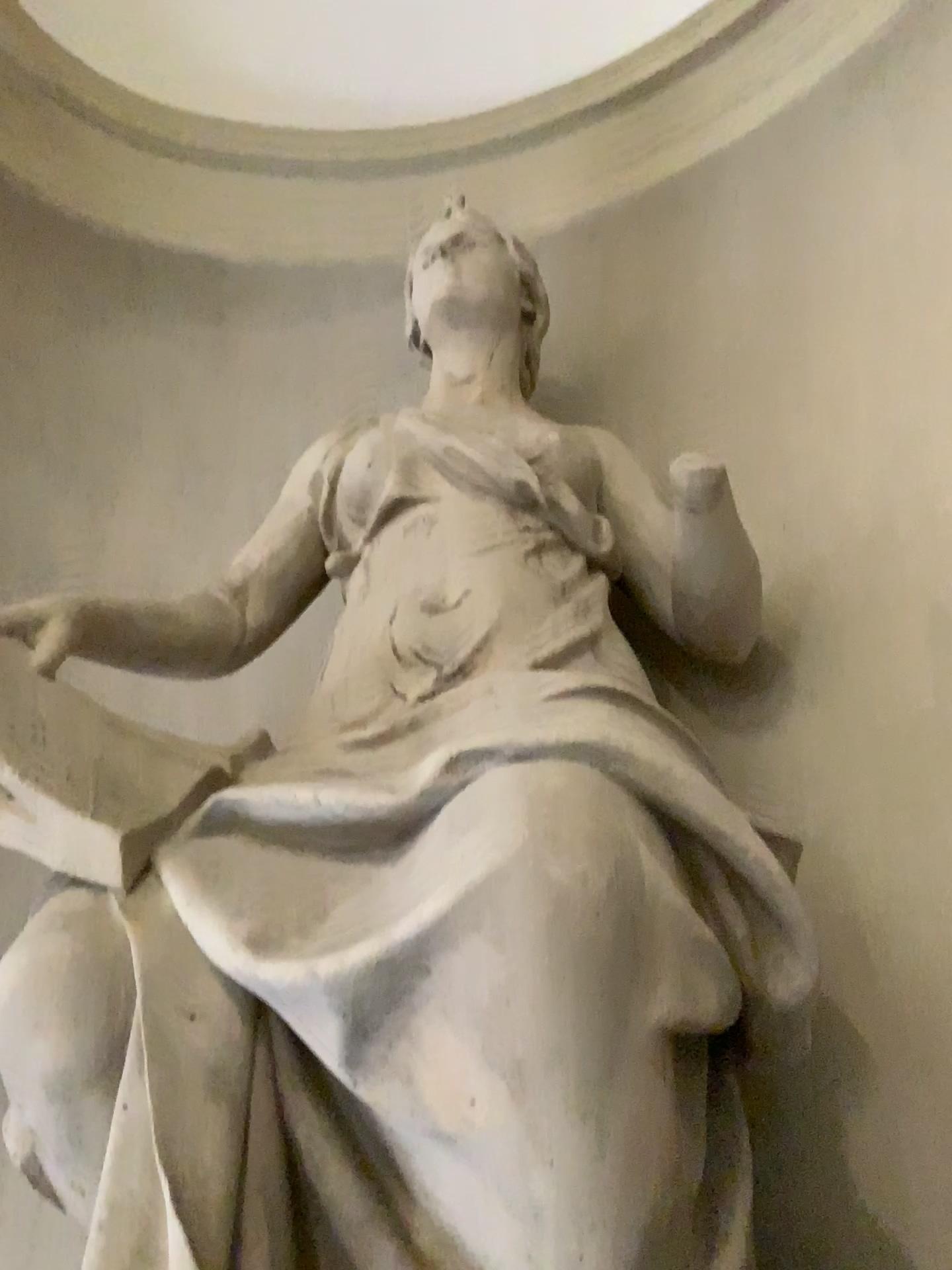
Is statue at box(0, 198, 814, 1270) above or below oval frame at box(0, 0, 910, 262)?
below

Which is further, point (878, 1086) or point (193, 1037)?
point (878, 1086)

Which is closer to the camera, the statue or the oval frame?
the statue

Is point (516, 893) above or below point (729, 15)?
below

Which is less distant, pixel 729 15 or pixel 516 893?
pixel 516 893
